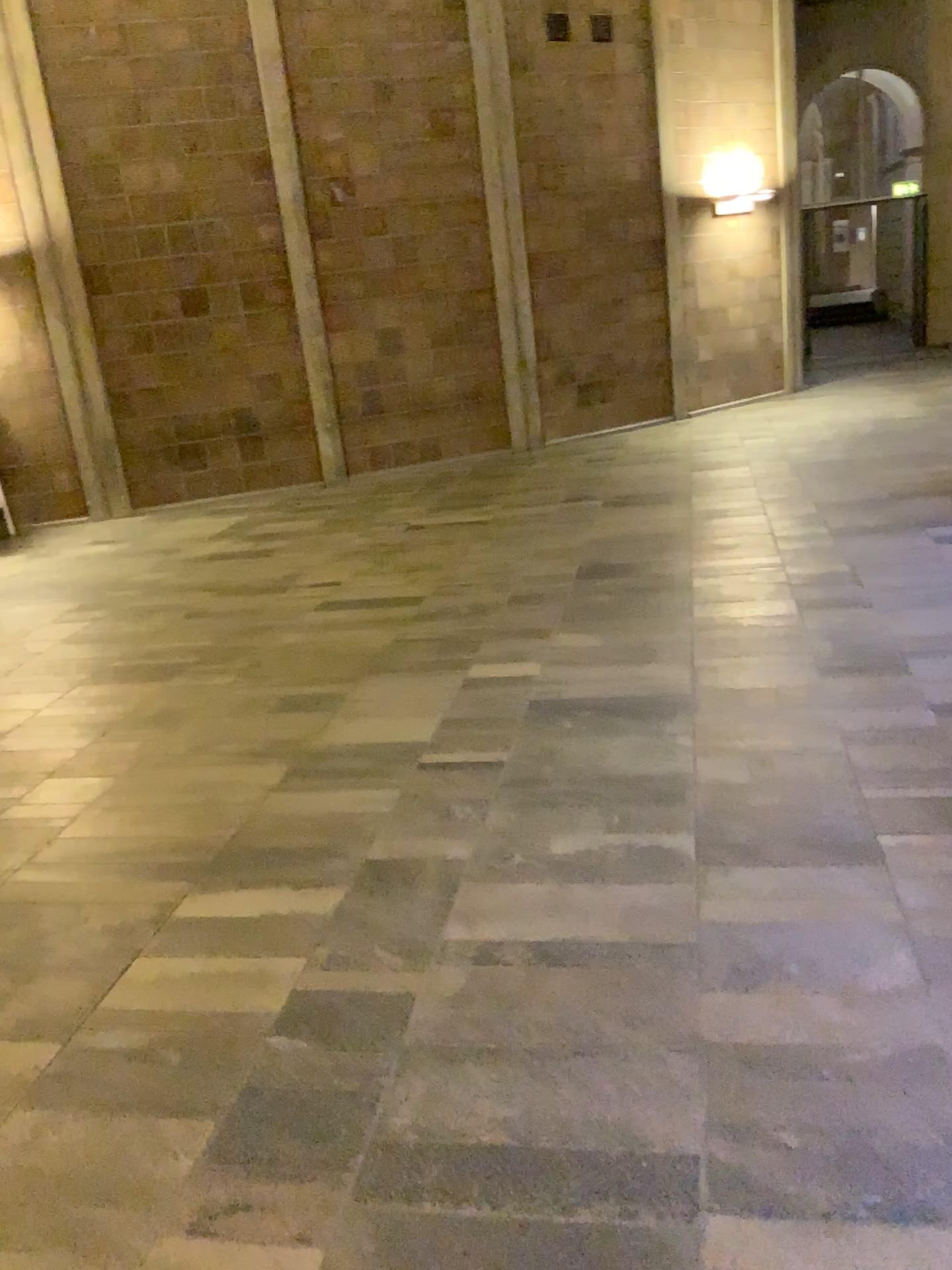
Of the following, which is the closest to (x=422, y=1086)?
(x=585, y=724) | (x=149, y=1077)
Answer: (x=149, y=1077)
